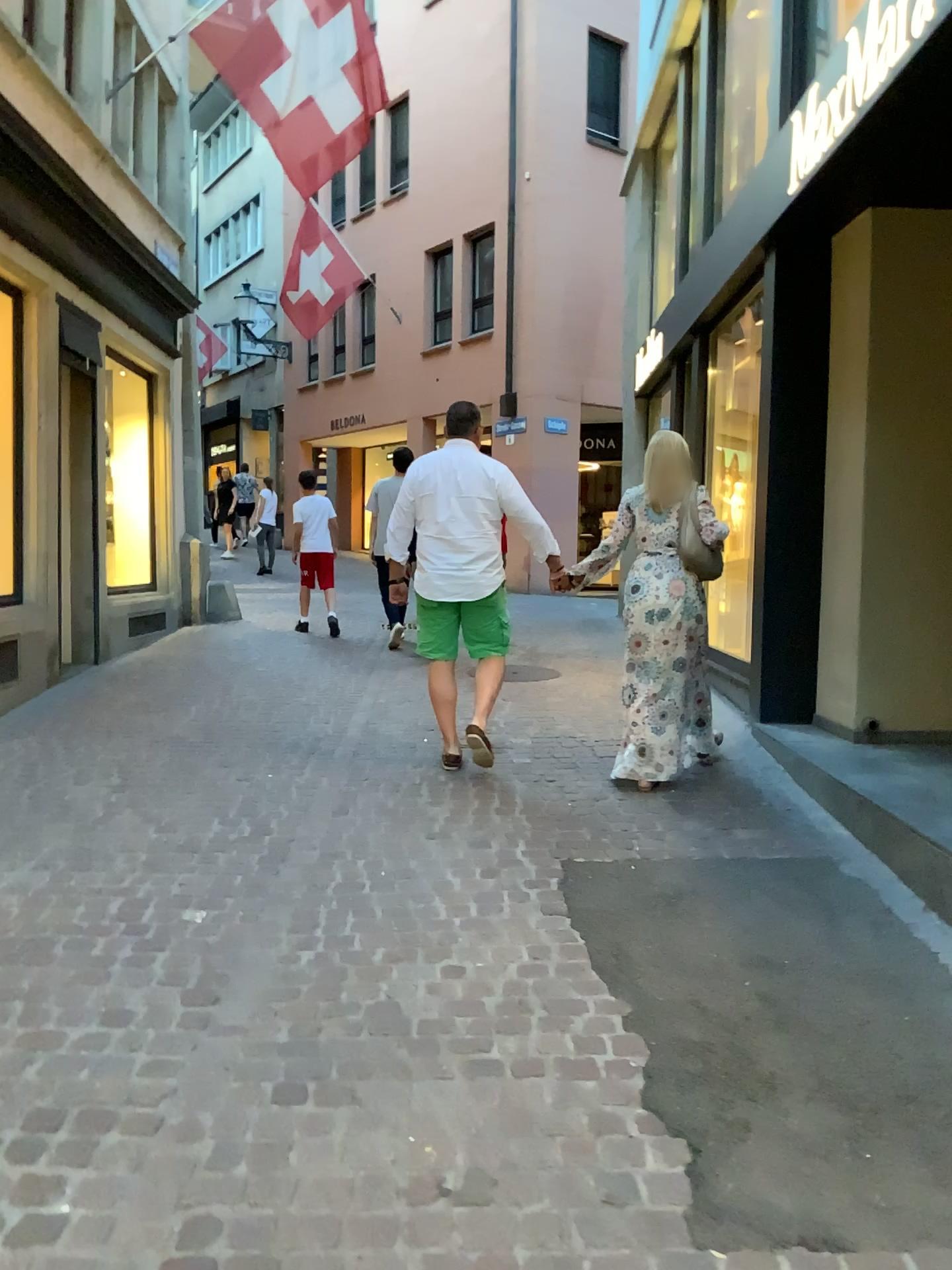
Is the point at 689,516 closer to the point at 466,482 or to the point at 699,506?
the point at 699,506

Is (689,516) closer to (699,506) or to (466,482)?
(699,506)

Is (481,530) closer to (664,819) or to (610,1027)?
(664,819)

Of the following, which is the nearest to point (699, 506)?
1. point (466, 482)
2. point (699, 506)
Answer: point (699, 506)

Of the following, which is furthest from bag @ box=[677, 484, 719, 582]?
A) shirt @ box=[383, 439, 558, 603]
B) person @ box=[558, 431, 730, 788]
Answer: shirt @ box=[383, 439, 558, 603]

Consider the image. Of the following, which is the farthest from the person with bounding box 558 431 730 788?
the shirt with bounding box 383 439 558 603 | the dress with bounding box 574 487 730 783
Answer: the shirt with bounding box 383 439 558 603

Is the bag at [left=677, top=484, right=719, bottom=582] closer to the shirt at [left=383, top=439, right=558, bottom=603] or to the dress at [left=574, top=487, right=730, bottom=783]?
the dress at [left=574, top=487, right=730, bottom=783]

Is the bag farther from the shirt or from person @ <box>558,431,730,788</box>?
the shirt
